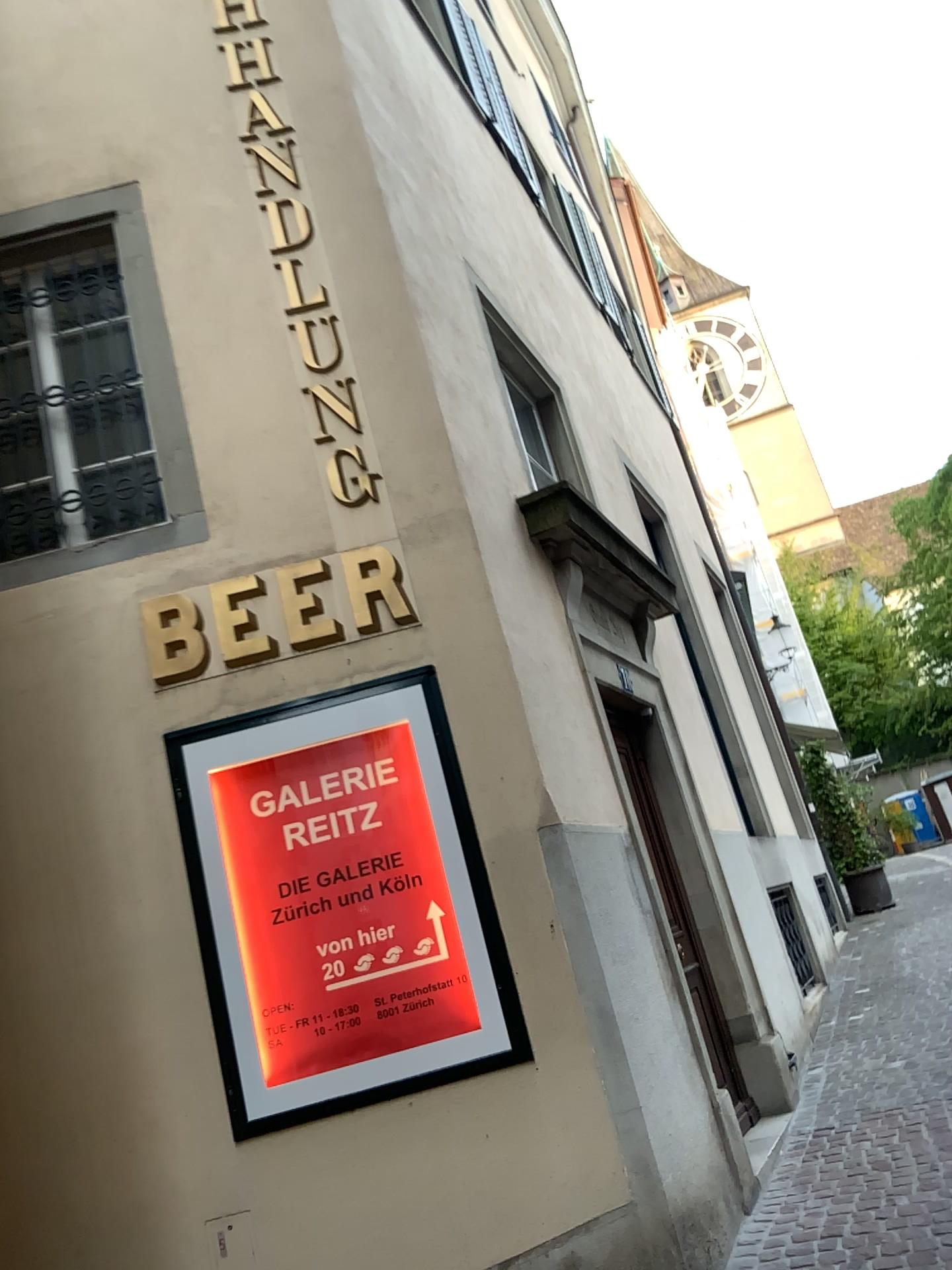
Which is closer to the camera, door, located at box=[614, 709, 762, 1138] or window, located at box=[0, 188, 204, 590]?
window, located at box=[0, 188, 204, 590]

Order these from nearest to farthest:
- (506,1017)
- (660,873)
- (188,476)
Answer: (506,1017), (188,476), (660,873)

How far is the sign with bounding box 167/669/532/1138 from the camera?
3.70m

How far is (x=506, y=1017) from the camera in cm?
370

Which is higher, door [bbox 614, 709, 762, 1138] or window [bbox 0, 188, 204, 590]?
window [bbox 0, 188, 204, 590]

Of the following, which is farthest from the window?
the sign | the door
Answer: the door

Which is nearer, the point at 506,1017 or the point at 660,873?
the point at 506,1017

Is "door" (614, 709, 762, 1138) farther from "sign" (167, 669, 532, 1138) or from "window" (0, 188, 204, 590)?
"window" (0, 188, 204, 590)

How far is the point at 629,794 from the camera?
5.0 meters

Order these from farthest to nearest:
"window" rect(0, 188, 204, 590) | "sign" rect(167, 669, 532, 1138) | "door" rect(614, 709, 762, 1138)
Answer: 1. "door" rect(614, 709, 762, 1138)
2. "window" rect(0, 188, 204, 590)
3. "sign" rect(167, 669, 532, 1138)
